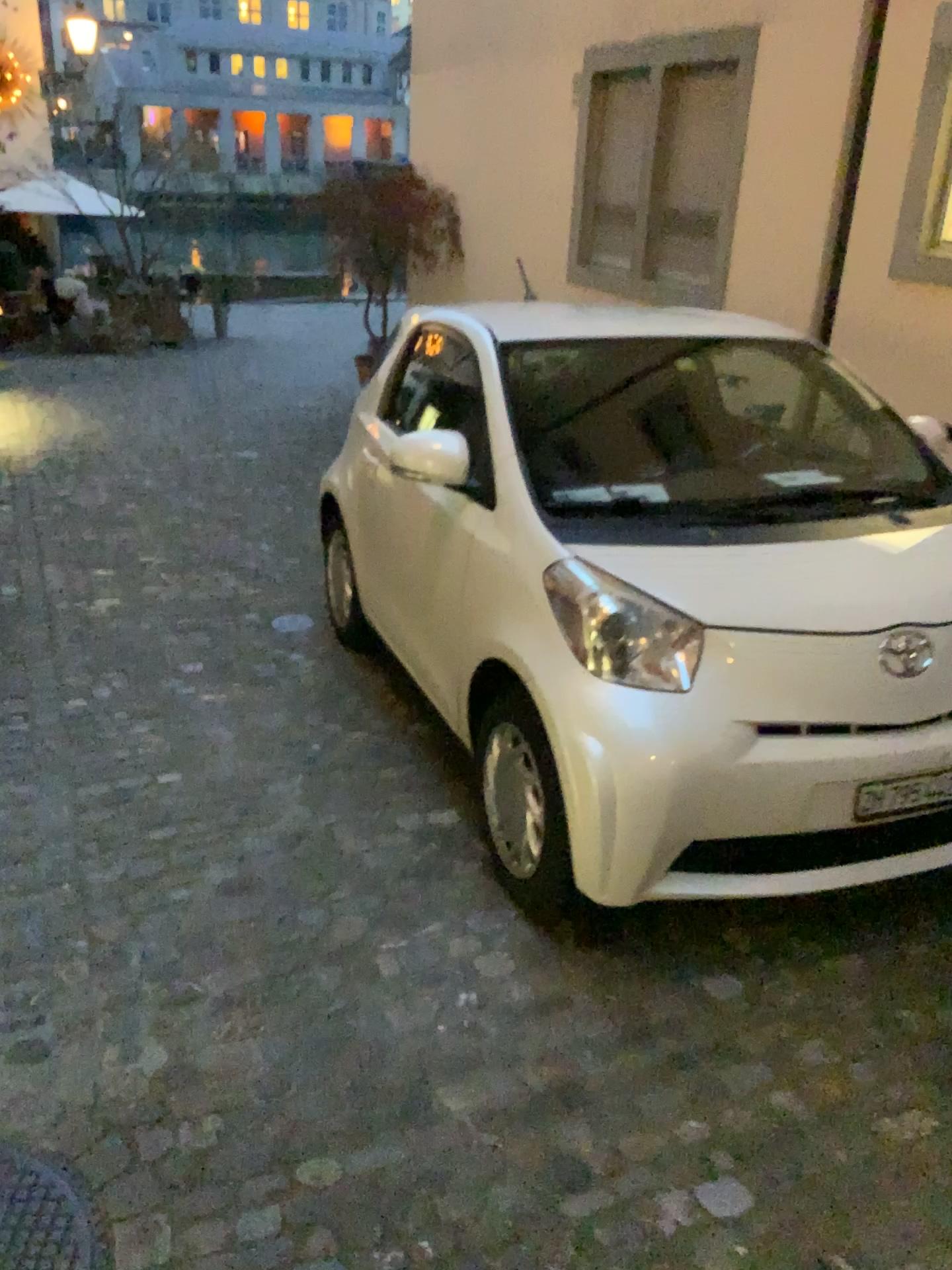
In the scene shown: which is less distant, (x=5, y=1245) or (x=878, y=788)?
(x=5, y=1245)

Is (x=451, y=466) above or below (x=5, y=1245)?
above

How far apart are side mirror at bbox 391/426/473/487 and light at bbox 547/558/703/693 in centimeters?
79cm

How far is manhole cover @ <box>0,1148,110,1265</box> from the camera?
1.9m

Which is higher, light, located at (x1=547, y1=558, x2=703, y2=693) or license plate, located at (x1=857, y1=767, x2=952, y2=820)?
light, located at (x1=547, y1=558, x2=703, y2=693)

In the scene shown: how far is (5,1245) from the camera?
1.87m

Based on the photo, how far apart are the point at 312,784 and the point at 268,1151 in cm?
144

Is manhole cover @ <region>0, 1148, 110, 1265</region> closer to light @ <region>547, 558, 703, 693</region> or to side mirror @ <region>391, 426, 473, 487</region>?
light @ <region>547, 558, 703, 693</region>

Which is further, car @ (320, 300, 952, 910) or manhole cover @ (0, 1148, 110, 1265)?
car @ (320, 300, 952, 910)

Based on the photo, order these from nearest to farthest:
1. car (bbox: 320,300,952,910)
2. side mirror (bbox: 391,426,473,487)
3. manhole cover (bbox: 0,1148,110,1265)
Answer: manhole cover (bbox: 0,1148,110,1265) → car (bbox: 320,300,952,910) → side mirror (bbox: 391,426,473,487)
